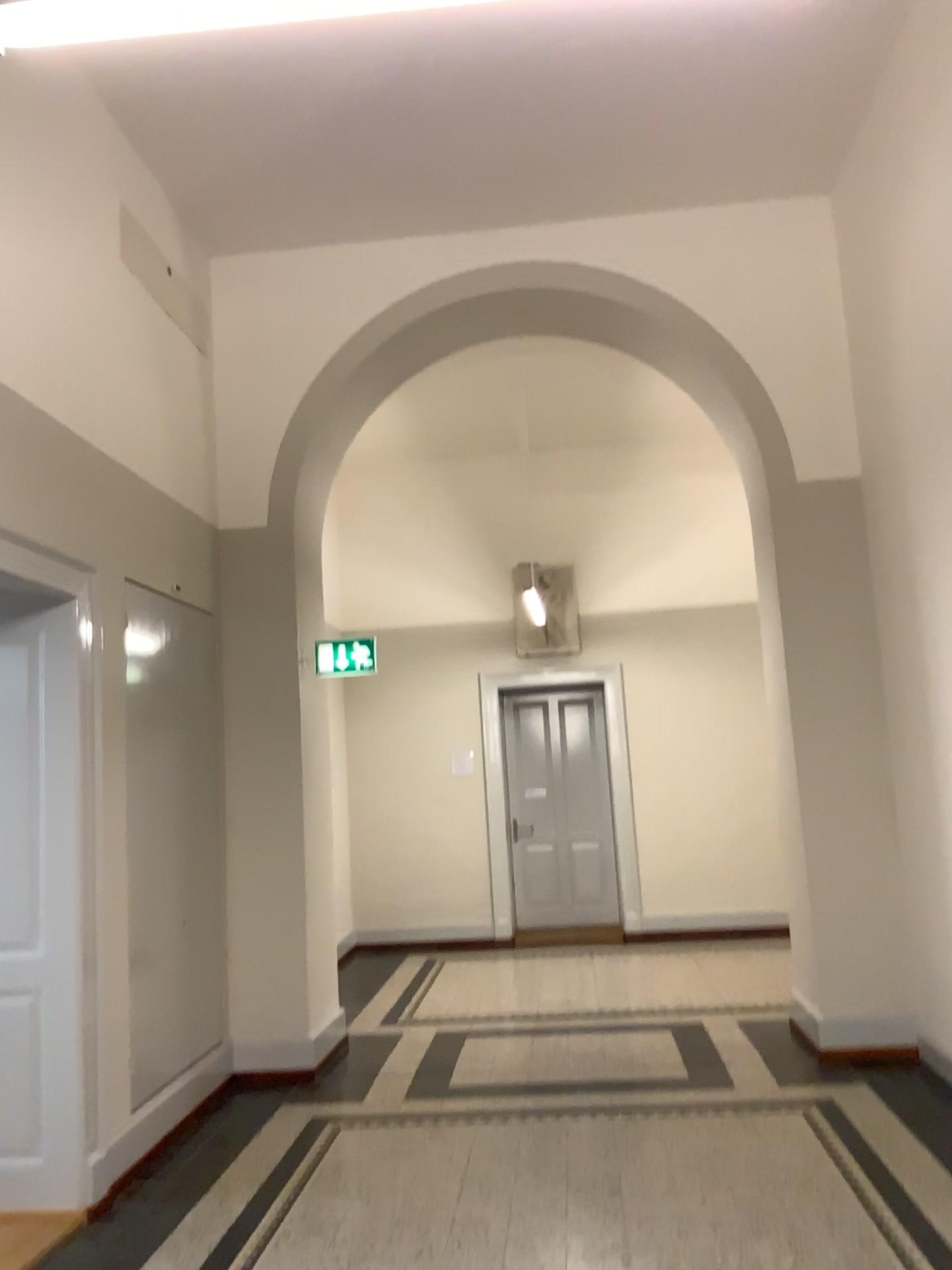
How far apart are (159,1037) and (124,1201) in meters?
0.8

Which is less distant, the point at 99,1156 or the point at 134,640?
the point at 99,1156

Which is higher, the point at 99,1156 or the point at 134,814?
the point at 134,814

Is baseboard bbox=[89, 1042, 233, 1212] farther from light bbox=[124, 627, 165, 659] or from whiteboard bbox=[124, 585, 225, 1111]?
light bbox=[124, 627, 165, 659]

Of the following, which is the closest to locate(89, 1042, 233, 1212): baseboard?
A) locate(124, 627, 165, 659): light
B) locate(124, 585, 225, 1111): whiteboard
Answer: locate(124, 585, 225, 1111): whiteboard

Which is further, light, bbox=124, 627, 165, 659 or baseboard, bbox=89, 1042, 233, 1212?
light, bbox=124, 627, 165, 659

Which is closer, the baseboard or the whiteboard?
the baseboard

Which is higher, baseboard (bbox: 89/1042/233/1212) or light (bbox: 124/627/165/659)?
light (bbox: 124/627/165/659)

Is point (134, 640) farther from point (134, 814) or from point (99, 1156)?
point (99, 1156)
